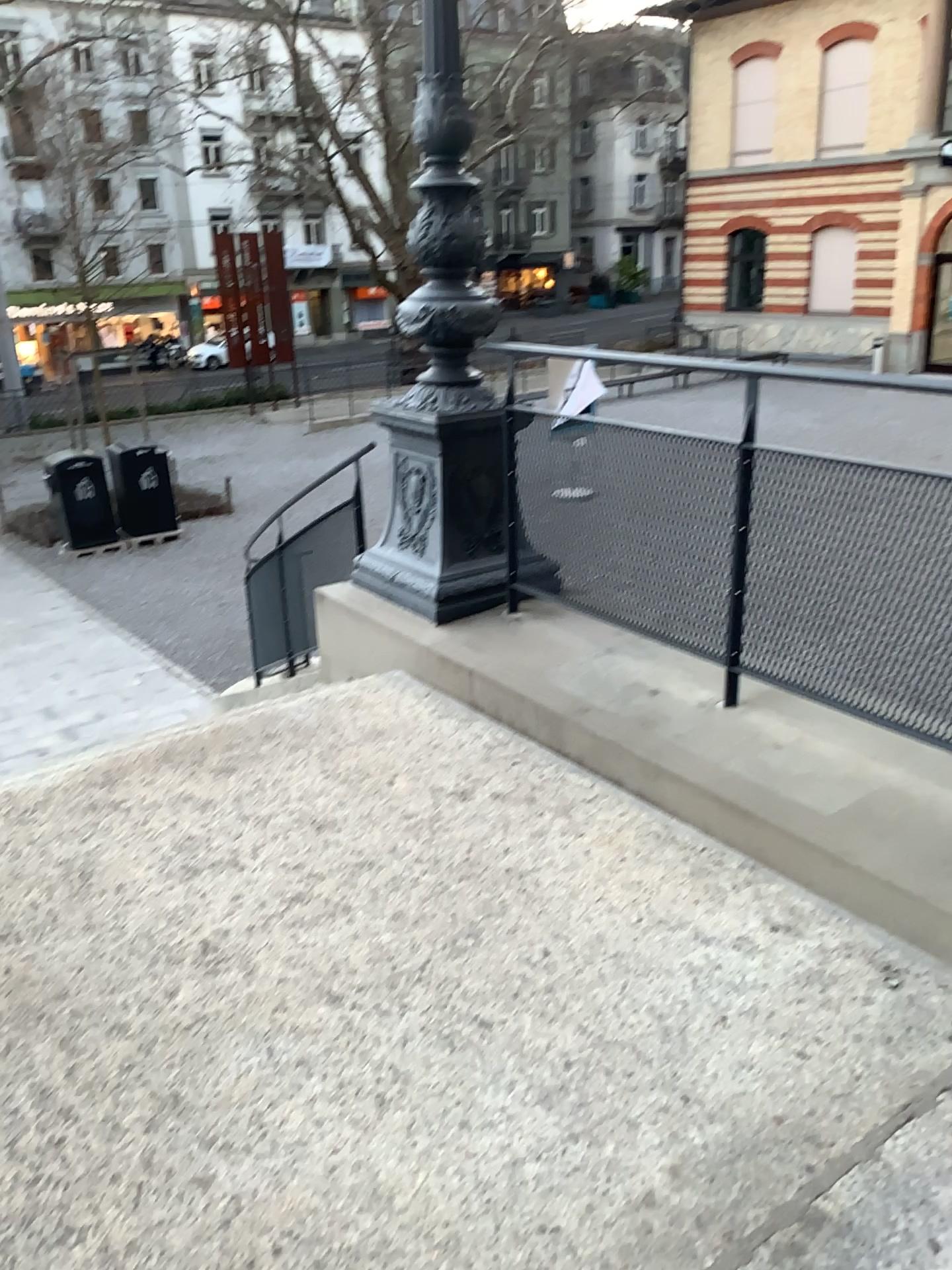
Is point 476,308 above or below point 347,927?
above
